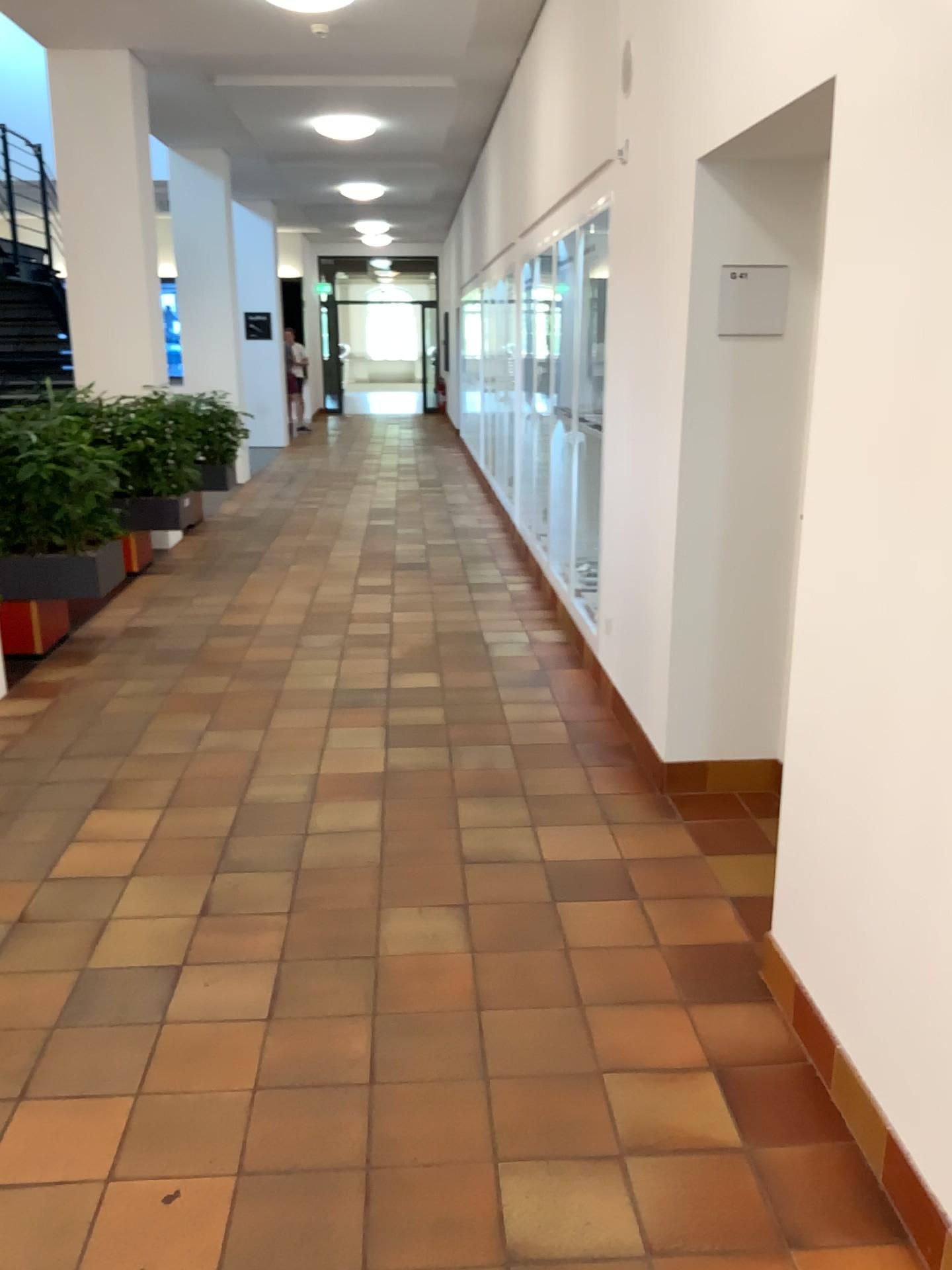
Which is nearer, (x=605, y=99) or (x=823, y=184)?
(x=823, y=184)
